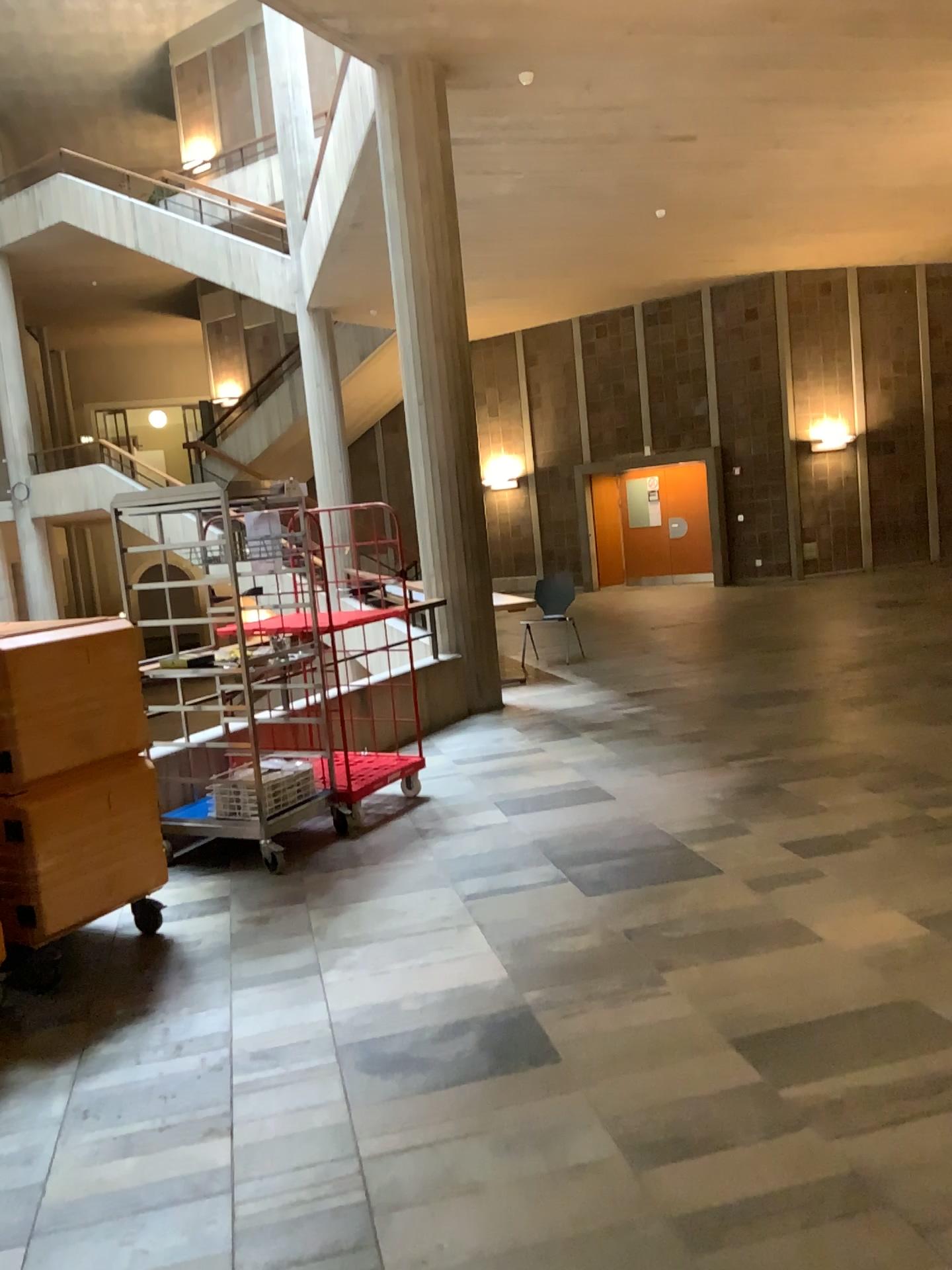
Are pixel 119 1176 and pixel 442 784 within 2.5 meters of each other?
no
